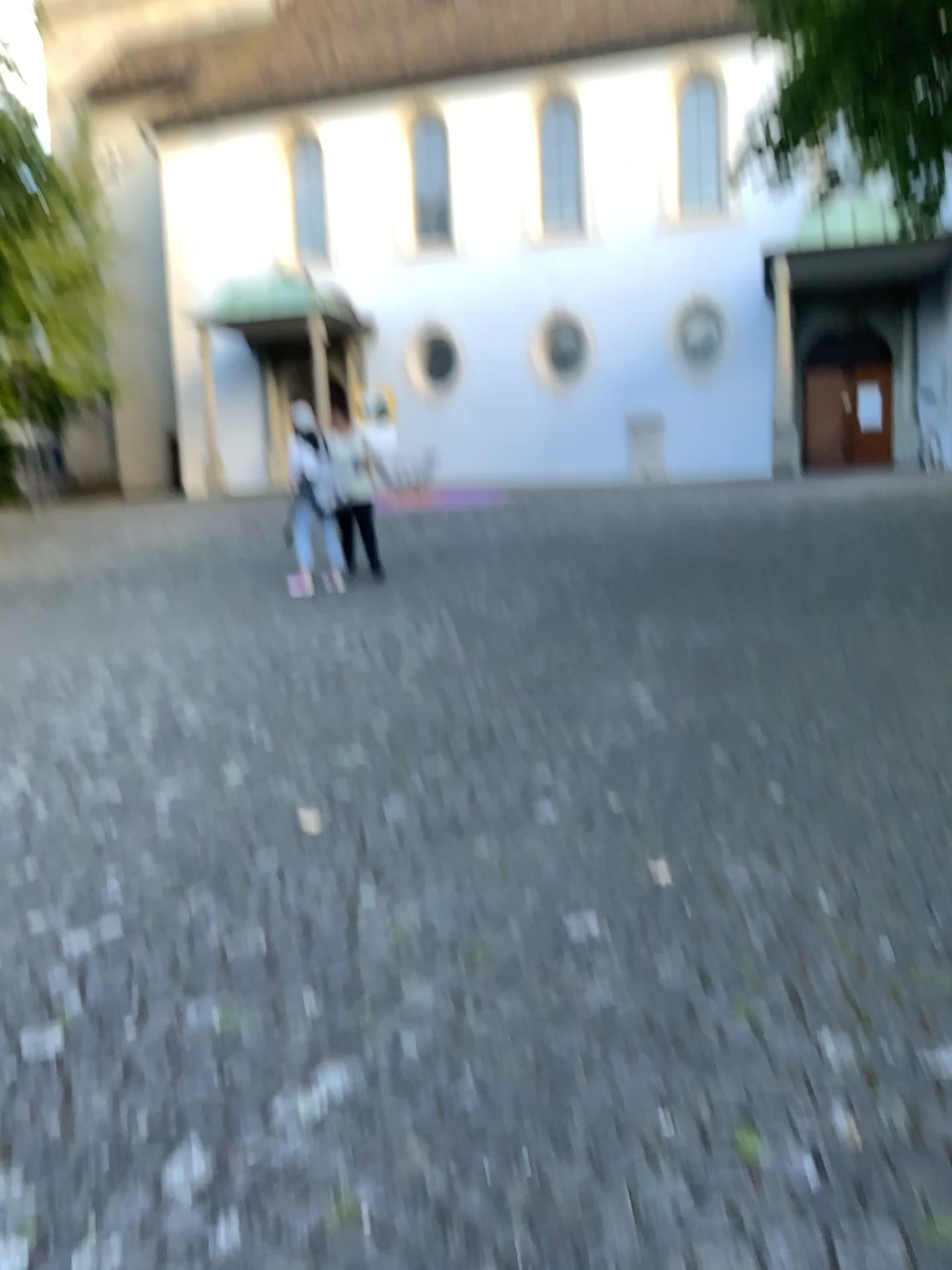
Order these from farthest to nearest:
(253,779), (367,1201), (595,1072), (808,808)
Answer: (253,779) < (808,808) < (595,1072) < (367,1201)
